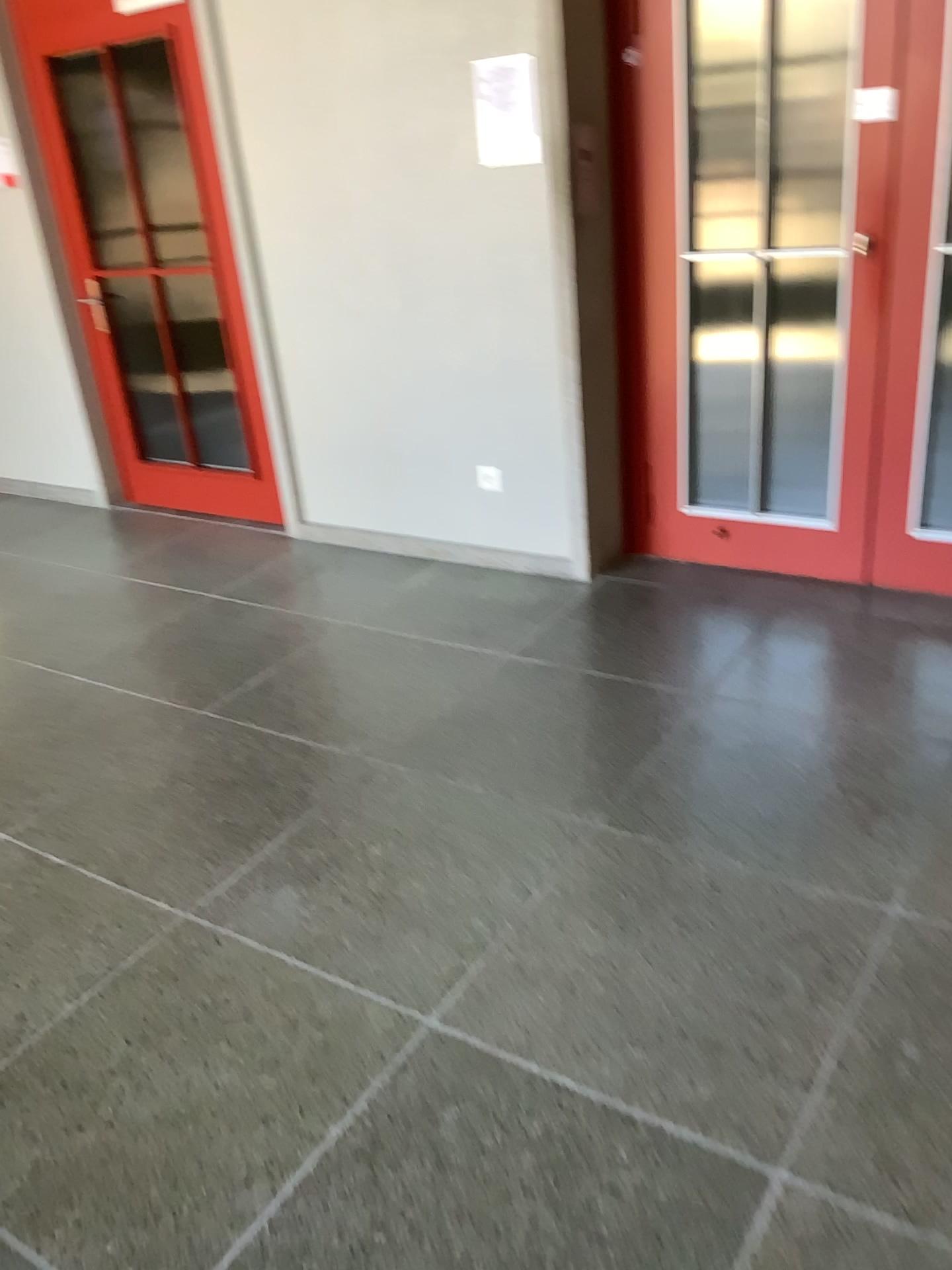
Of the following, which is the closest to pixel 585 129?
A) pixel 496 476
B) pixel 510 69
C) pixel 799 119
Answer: pixel 510 69

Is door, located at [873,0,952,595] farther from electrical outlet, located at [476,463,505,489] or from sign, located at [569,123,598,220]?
electrical outlet, located at [476,463,505,489]

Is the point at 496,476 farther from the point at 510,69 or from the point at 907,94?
the point at 907,94

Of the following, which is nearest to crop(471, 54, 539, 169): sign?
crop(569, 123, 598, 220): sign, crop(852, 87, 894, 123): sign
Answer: crop(569, 123, 598, 220): sign

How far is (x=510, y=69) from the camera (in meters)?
3.30

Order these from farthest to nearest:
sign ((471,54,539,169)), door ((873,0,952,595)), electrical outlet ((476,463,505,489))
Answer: electrical outlet ((476,463,505,489))
sign ((471,54,539,169))
door ((873,0,952,595))

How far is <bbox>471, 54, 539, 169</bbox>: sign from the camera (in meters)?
3.30

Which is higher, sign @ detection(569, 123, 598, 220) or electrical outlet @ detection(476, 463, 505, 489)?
sign @ detection(569, 123, 598, 220)

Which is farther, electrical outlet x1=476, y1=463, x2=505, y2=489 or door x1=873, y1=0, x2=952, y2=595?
electrical outlet x1=476, y1=463, x2=505, y2=489

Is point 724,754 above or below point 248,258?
below
